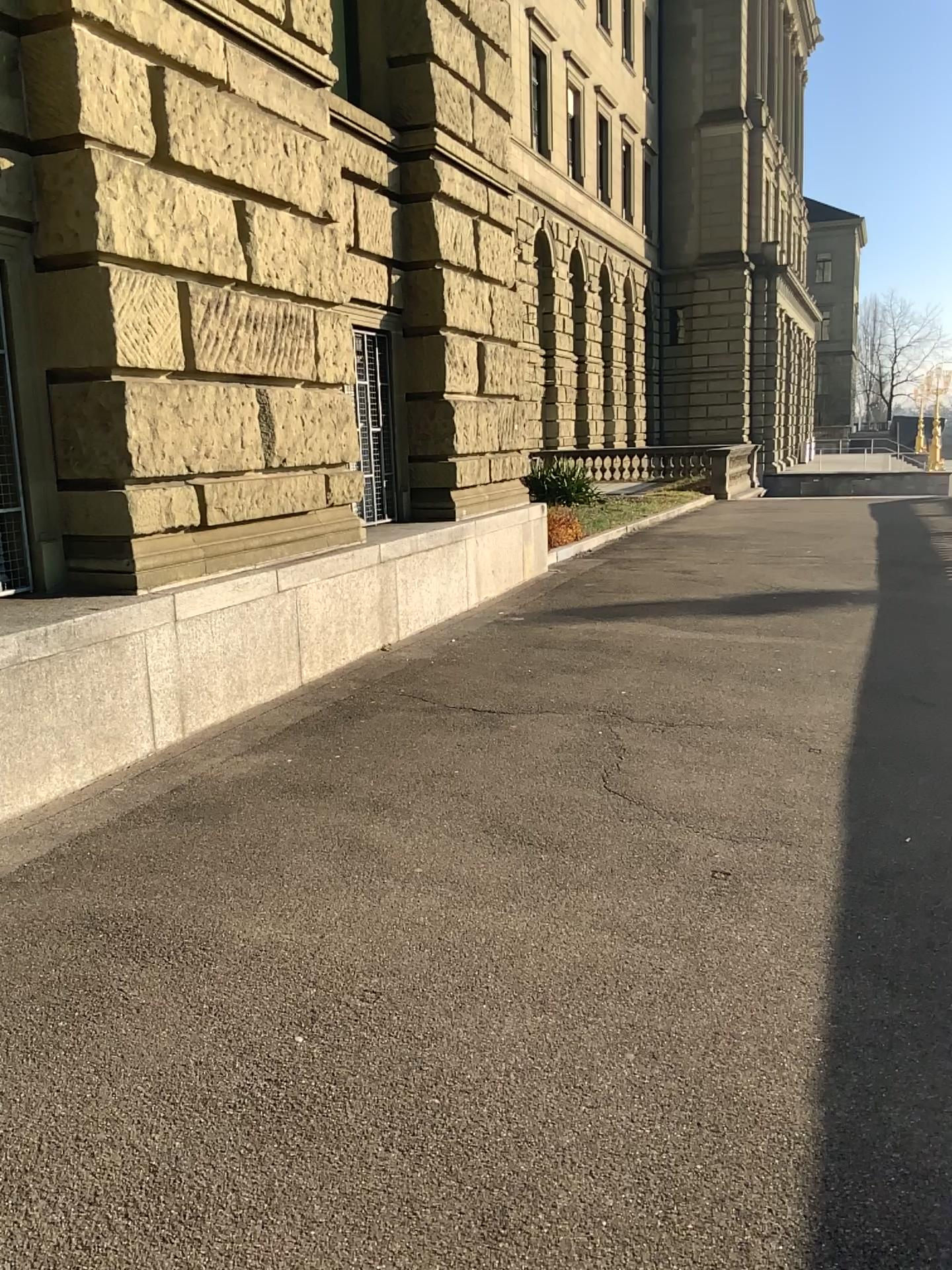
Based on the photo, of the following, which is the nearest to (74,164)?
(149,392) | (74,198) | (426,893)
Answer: (74,198)
